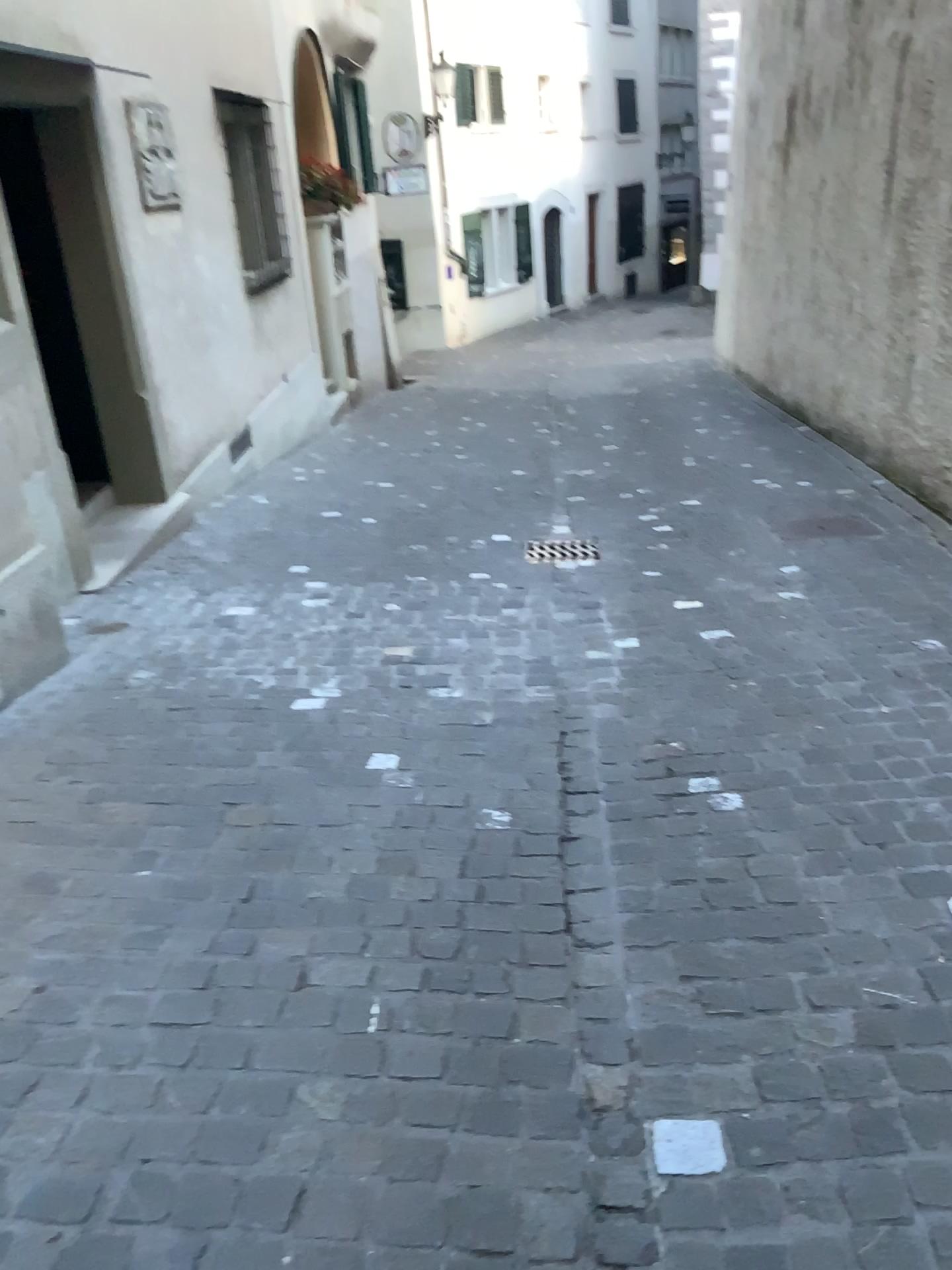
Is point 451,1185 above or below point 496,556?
above
